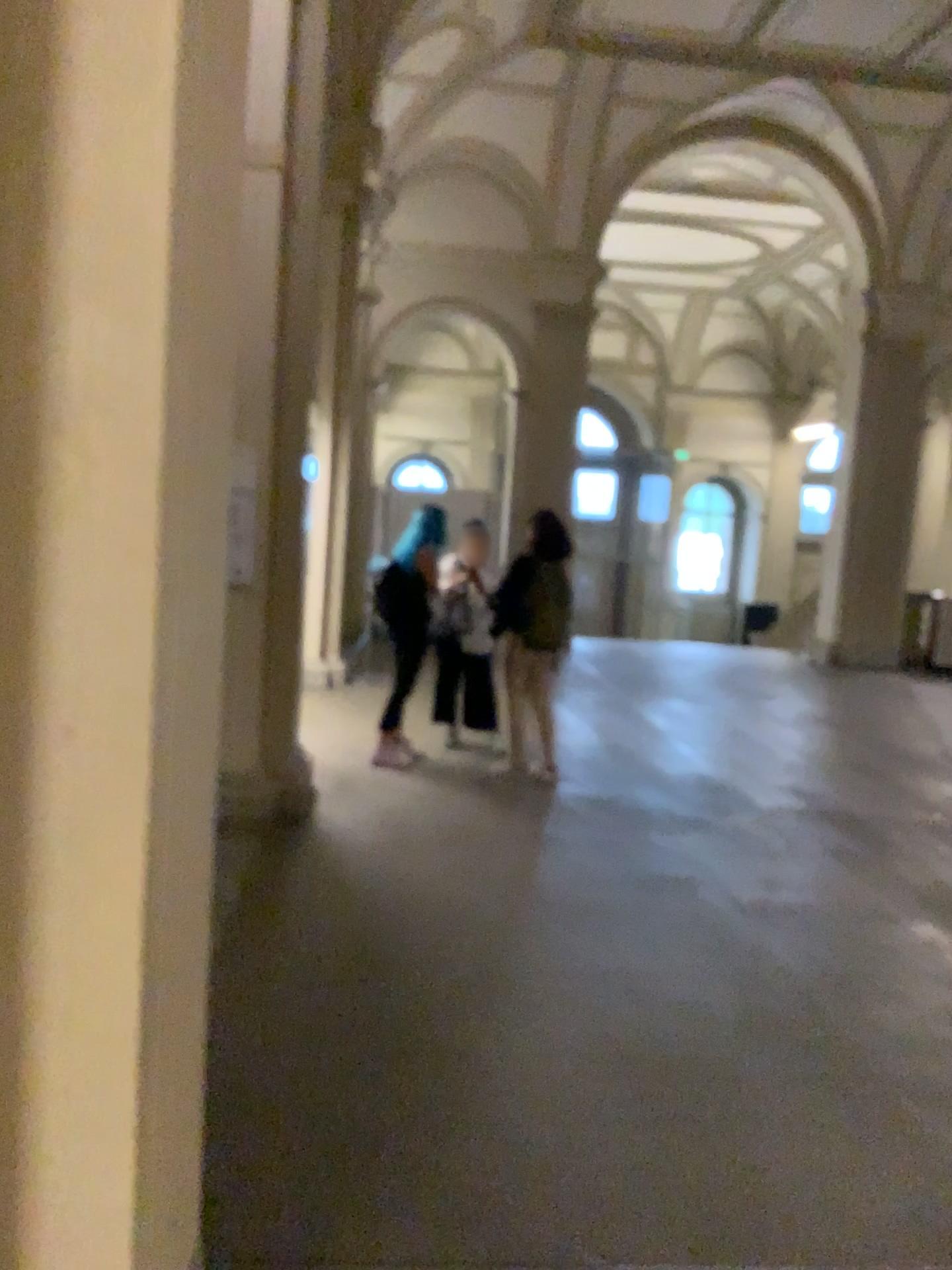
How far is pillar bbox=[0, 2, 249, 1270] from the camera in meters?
1.2

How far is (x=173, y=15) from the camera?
1.2 meters

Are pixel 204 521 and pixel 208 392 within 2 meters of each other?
yes
